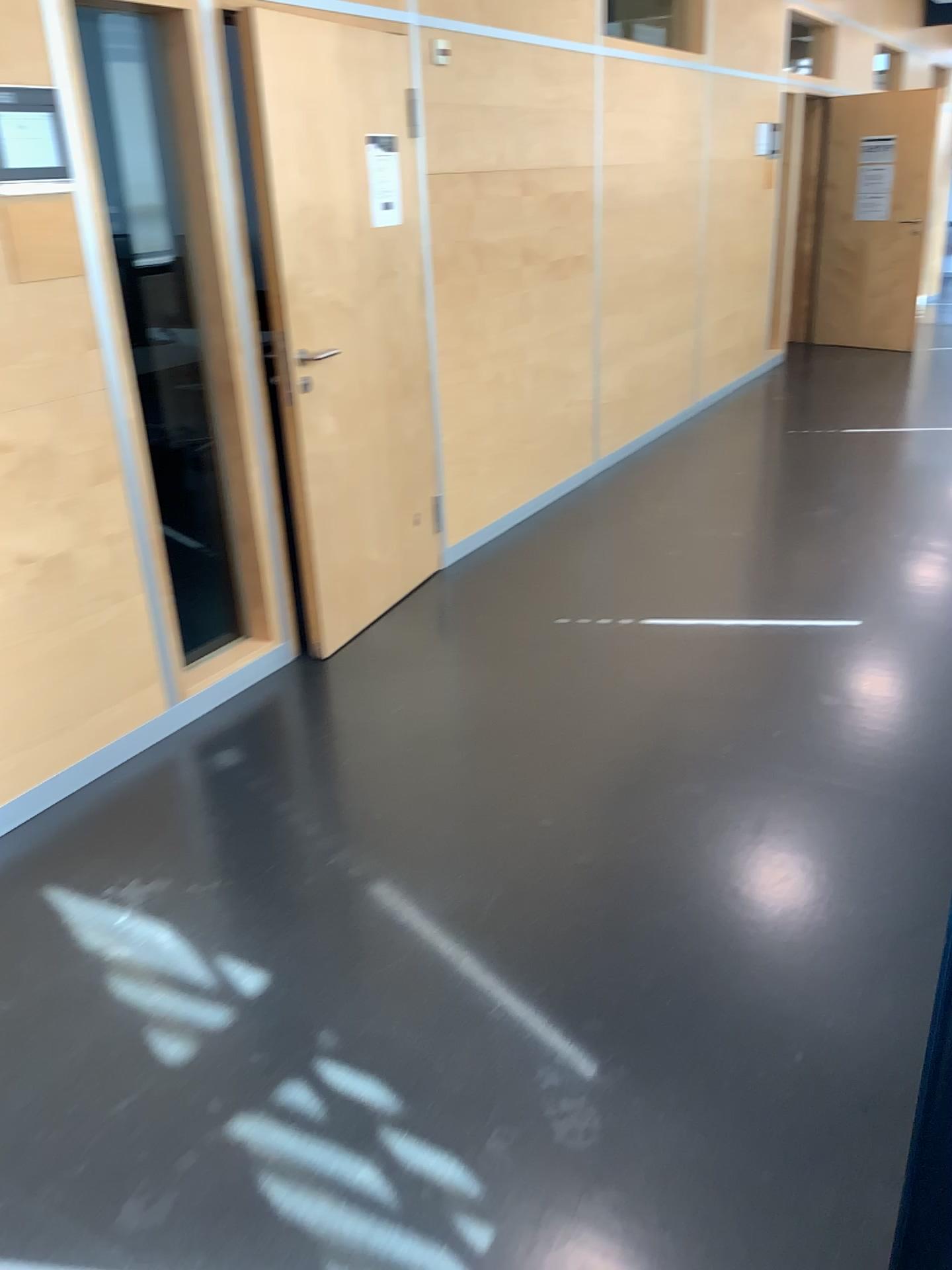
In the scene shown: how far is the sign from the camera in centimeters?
371cm

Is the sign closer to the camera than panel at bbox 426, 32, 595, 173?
Yes

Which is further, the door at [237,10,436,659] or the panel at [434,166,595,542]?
the panel at [434,166,595,542]

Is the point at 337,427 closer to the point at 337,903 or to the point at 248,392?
the point at 248,392

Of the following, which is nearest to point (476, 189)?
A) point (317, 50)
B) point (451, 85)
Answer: point (451, 85)

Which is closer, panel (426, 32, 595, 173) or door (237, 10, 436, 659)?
door (237, 10, 436, 659)

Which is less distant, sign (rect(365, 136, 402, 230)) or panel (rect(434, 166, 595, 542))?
sign (rect(365, 136, 402, 230))

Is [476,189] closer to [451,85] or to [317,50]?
[451,85]

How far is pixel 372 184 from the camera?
3.7 meters
